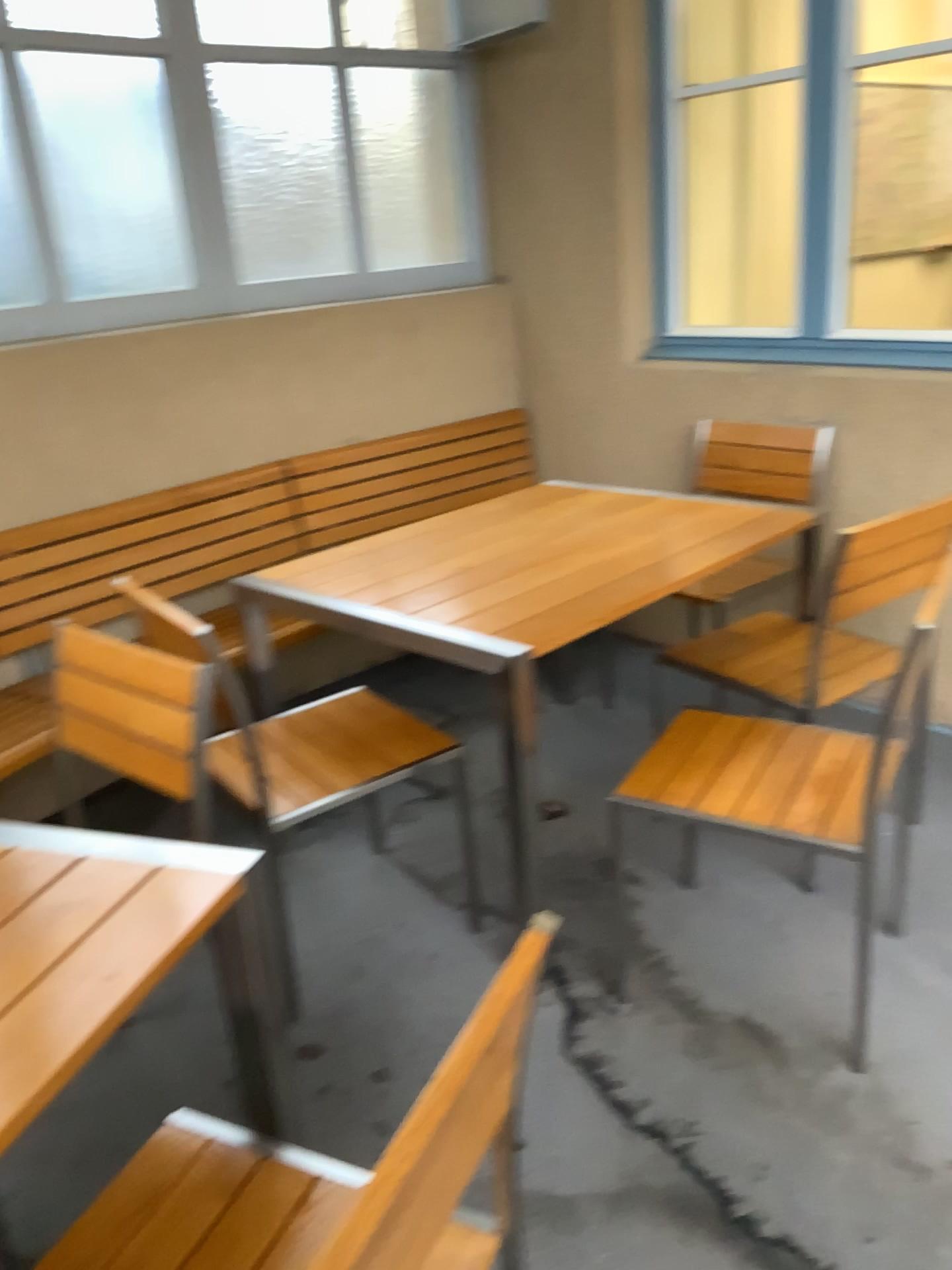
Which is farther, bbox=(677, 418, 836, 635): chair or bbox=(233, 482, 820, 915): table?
bbox=(677, 418, 836, 635): chair

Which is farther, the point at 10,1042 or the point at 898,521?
the point at 898,521

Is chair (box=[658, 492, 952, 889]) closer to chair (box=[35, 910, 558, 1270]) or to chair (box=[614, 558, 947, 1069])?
chair (box=[614, 558, 947, 1069])

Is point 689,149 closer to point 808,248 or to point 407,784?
point 808,248

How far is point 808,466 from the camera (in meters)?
3.15

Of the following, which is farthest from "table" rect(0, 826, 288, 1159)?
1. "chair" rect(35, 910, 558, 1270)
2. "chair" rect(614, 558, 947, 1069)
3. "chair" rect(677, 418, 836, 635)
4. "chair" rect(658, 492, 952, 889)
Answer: "chair" rect(677, 418, 836, 635)

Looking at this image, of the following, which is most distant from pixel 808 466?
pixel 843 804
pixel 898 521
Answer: pixel 843 804

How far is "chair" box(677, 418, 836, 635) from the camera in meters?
3.1

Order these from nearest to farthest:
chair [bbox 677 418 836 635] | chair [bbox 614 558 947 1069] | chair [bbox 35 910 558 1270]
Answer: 1. chair [bbox 35 910 558 1270]
2. chair [bbox 614 558 947 1069]
3. chair [bbox 677 418 836 635]

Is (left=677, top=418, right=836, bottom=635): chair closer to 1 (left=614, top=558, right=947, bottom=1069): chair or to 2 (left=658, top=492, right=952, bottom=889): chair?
2 (left=658, top=492, right=952, bottom=889): chair
